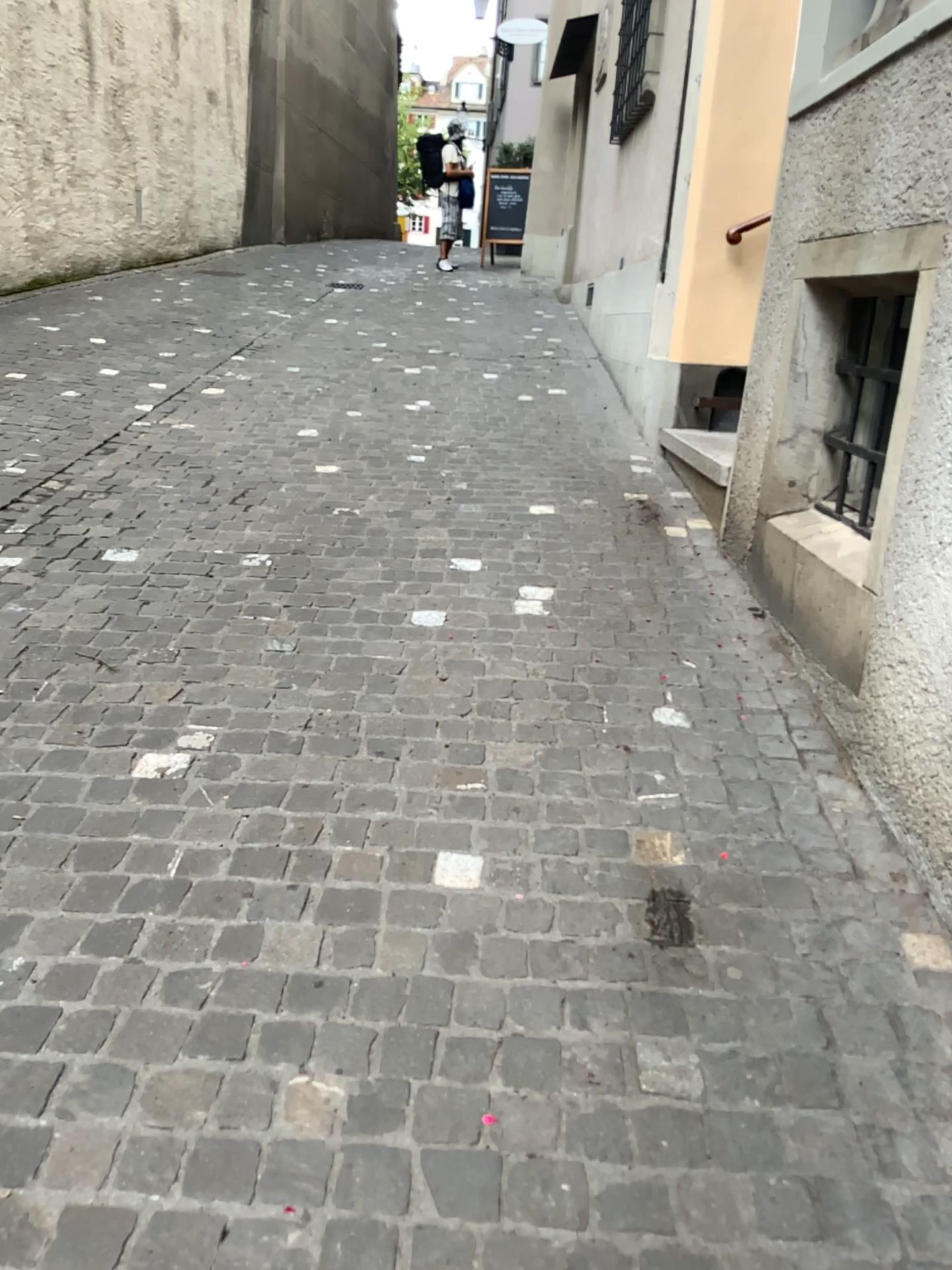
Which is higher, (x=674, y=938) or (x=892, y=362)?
(x=892, y=362)

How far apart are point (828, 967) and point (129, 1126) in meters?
1.1

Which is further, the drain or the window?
the window

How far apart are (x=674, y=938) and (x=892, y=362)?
1.6 meters

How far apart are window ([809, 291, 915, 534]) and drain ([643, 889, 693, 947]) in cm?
122

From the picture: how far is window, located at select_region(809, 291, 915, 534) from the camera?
2.6m

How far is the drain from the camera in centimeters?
183cm

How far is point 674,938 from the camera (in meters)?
1.83

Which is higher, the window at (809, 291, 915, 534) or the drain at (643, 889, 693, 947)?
the window at (809, 291, 915, 534)
